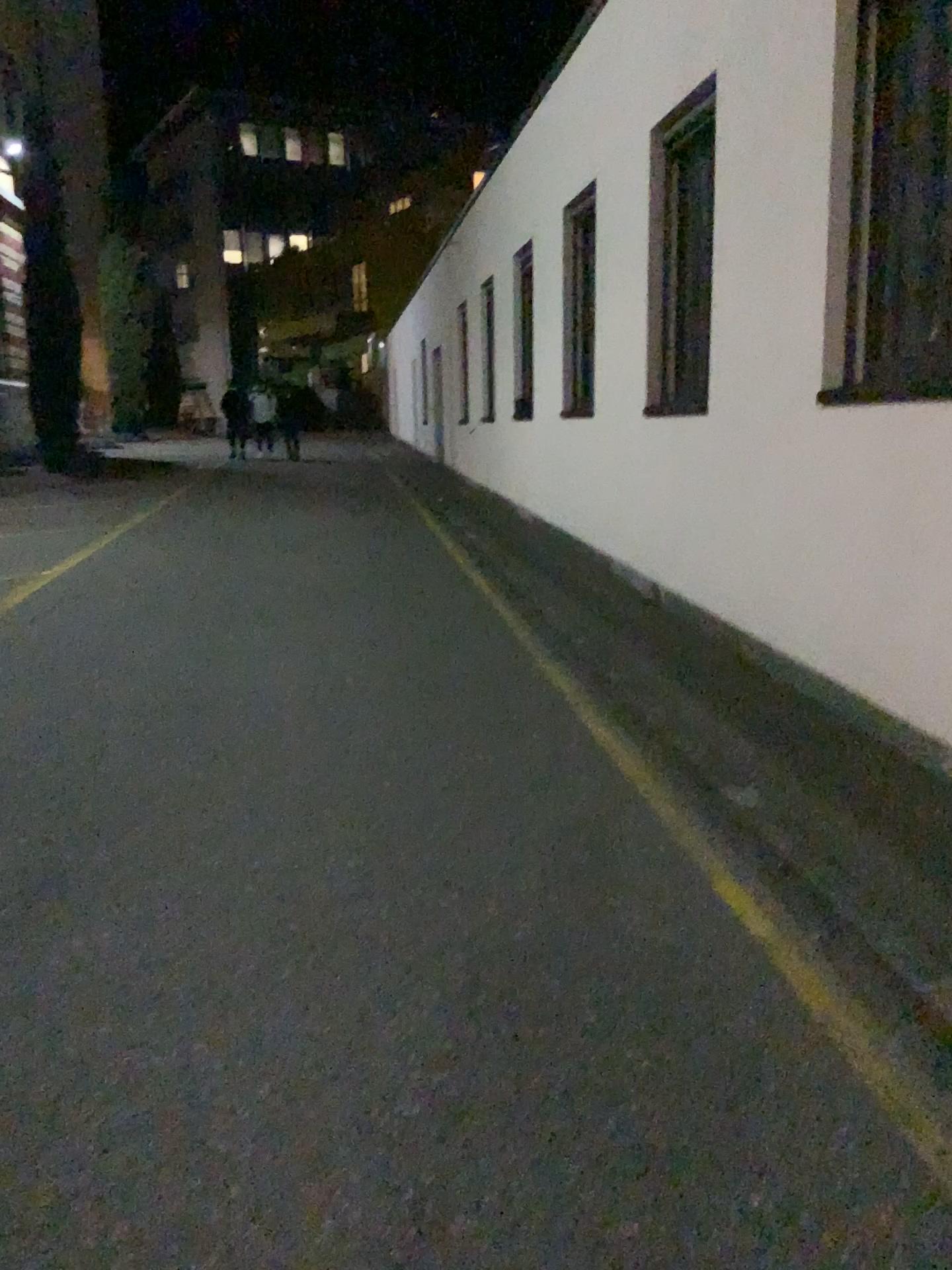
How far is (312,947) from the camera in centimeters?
271cm
